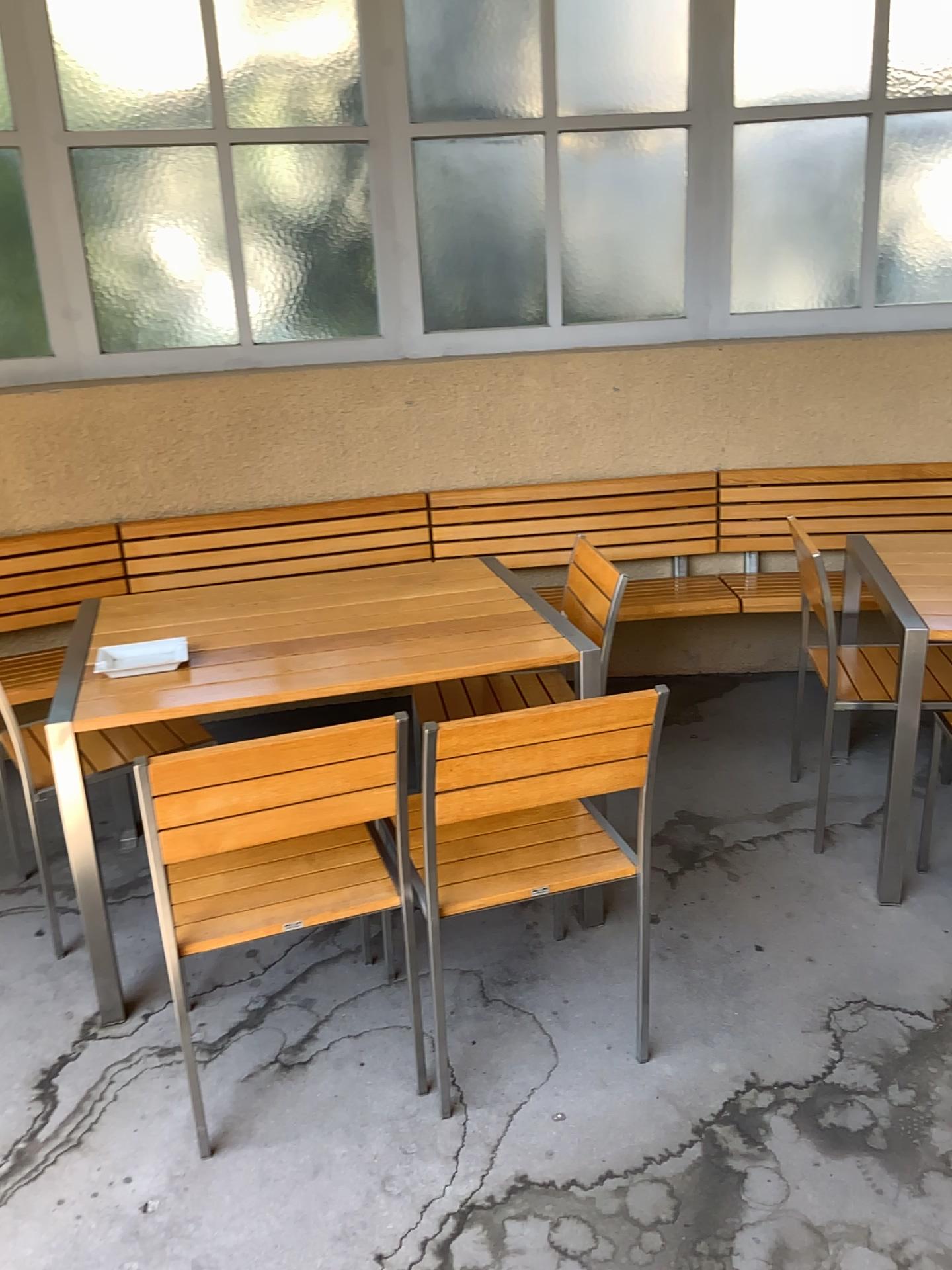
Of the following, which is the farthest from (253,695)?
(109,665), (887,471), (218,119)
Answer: (887,471)

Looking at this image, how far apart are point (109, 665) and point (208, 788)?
0.8m

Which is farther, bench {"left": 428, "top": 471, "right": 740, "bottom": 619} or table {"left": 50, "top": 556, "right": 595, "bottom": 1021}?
bench {"left": 428, "top": 471, "right": 740, "bottom": 619}

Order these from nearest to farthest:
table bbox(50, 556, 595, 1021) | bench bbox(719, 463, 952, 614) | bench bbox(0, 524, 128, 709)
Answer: table bbox(50, 556, 595, 1021)
bench bbox(0, 524, 128, 709)
bench bbox(719, 463, 952, 614)

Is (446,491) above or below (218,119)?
below

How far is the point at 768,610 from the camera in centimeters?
369cm

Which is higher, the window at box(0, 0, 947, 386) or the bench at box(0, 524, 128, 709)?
the window at box(0, 0, 947, 386)

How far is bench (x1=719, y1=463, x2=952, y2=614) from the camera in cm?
388

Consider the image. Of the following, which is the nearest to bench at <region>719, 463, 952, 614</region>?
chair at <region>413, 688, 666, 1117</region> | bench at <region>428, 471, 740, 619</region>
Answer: bench at <region>428, 471, 740, 619</region>

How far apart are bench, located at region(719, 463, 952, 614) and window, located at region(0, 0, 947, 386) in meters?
0.5
